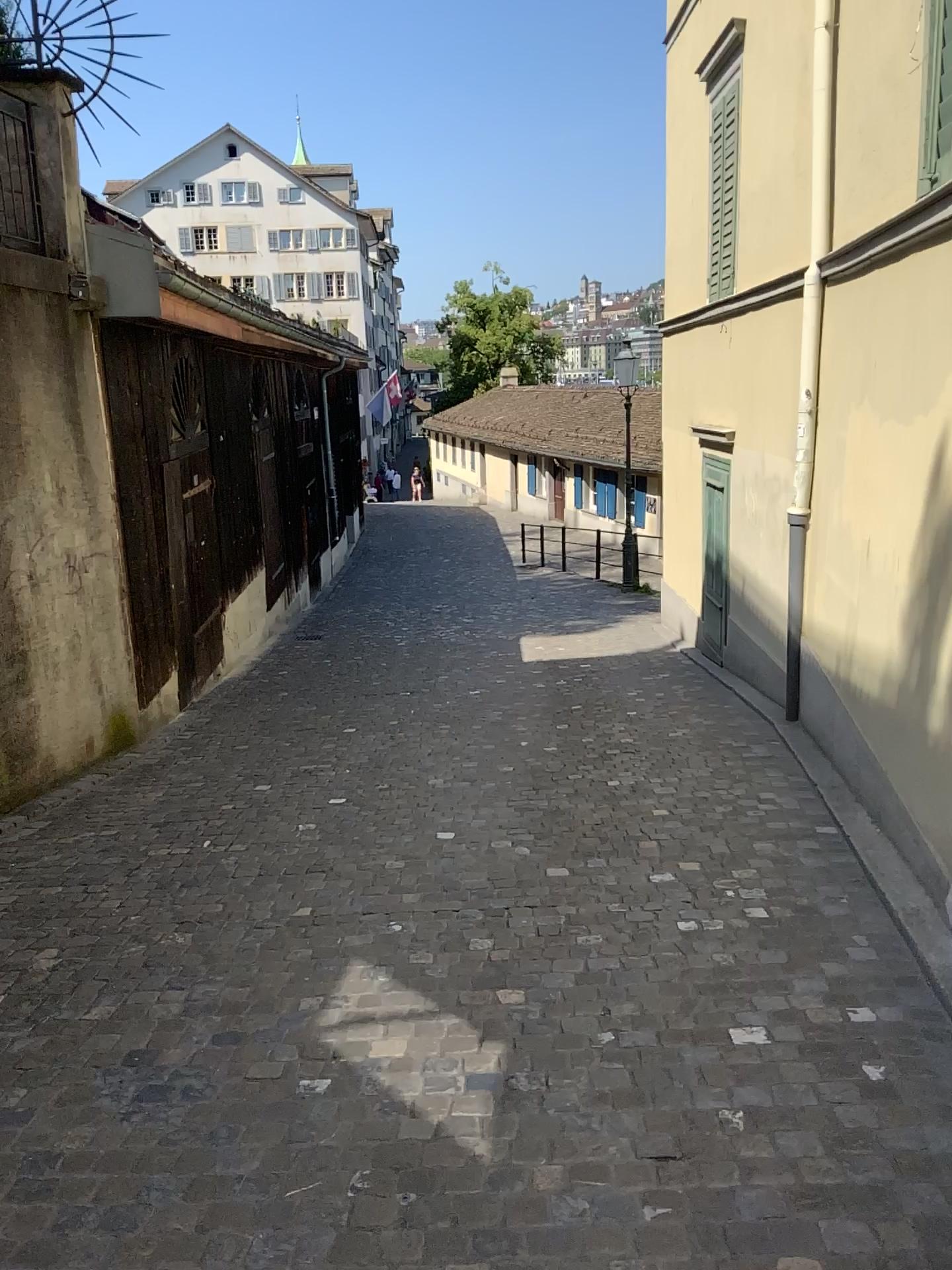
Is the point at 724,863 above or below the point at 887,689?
below
